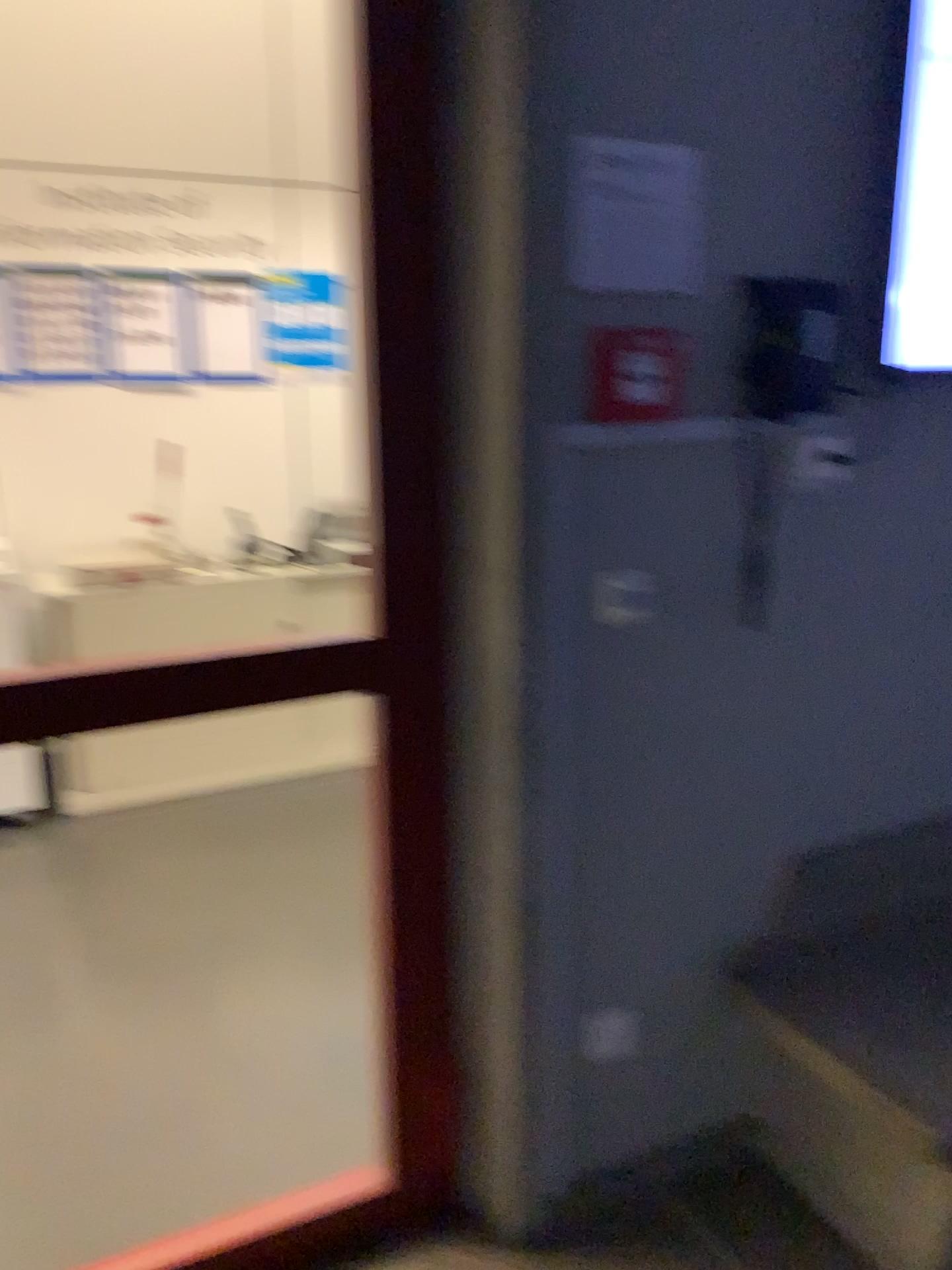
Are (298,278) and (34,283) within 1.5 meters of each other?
yes

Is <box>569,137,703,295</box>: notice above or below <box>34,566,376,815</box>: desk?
above

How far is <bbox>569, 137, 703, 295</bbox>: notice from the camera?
1.5 meters

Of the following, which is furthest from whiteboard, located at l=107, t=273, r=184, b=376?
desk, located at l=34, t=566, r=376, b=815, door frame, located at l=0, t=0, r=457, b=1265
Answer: door frame, located at l=0, t=0, r=457, b=1265

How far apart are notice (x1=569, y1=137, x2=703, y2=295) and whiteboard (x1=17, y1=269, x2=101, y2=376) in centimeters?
275cm

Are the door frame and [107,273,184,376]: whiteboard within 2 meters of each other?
no

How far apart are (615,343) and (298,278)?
2.7 meters

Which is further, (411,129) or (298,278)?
(298,278)

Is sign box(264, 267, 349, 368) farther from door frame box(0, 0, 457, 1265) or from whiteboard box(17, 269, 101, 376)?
door frame box(0, 0, 457, 1265)

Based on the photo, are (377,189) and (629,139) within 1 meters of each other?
yes
